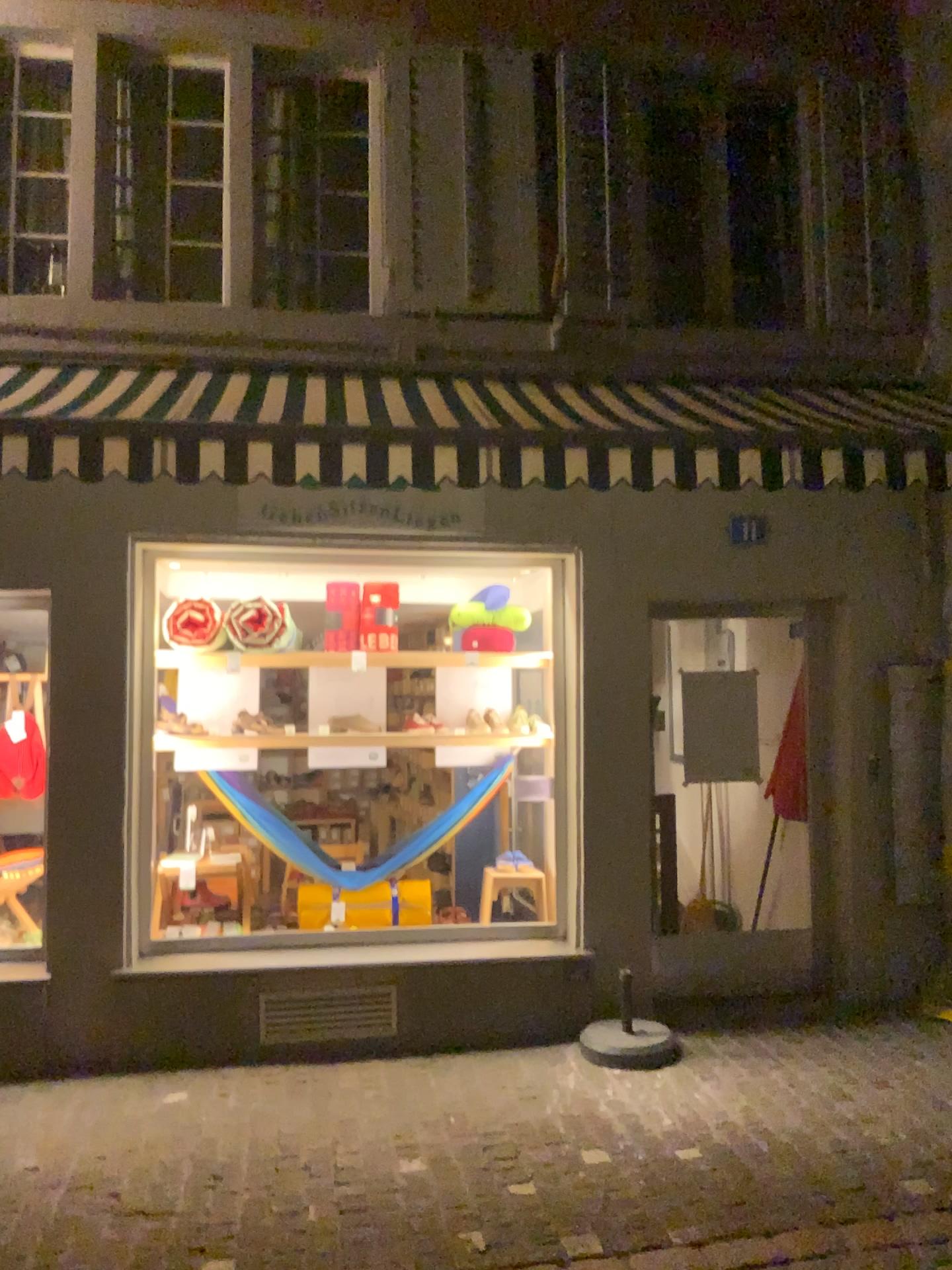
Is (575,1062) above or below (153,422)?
below
